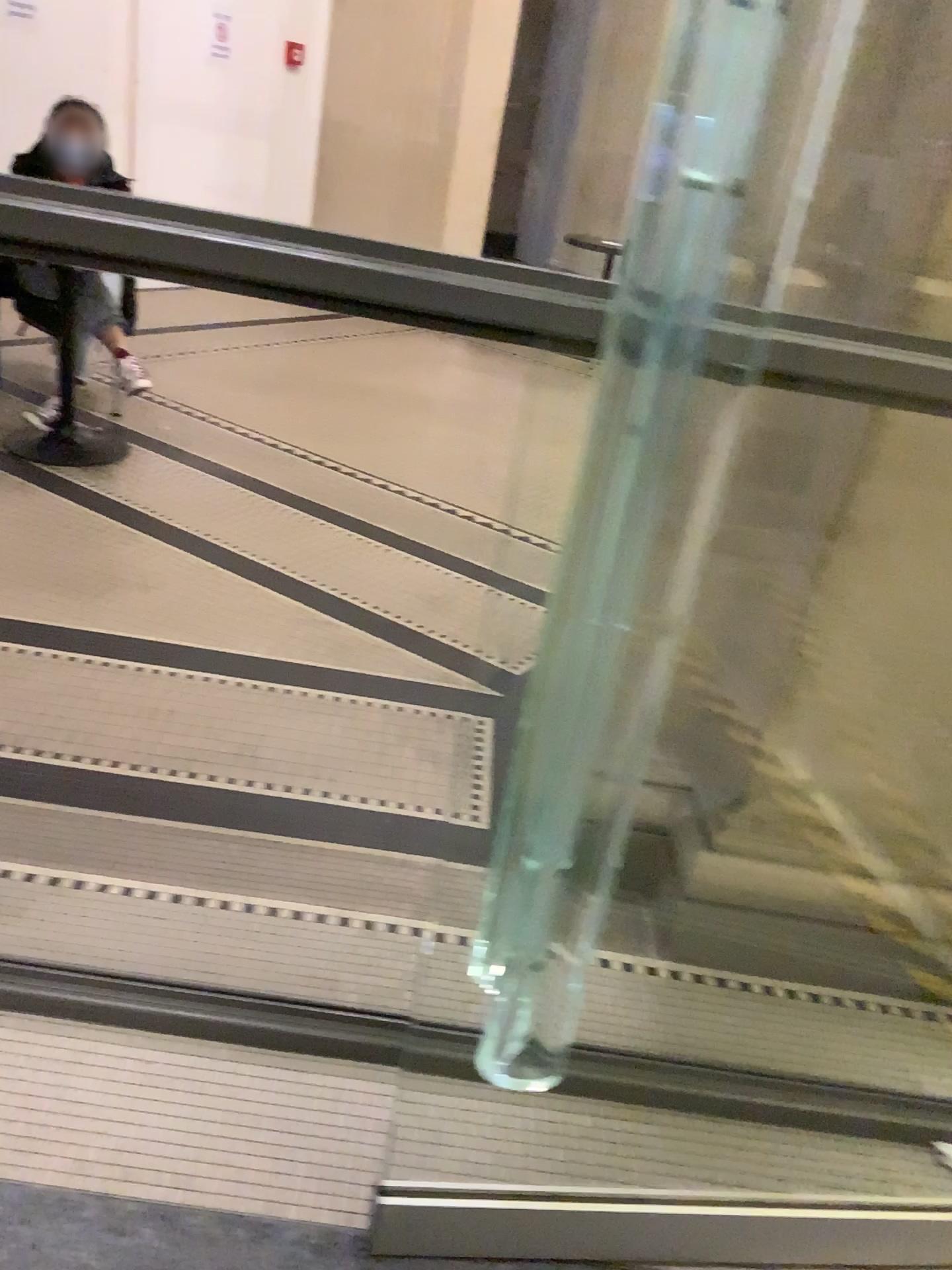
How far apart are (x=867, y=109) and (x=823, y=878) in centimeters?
128cm
